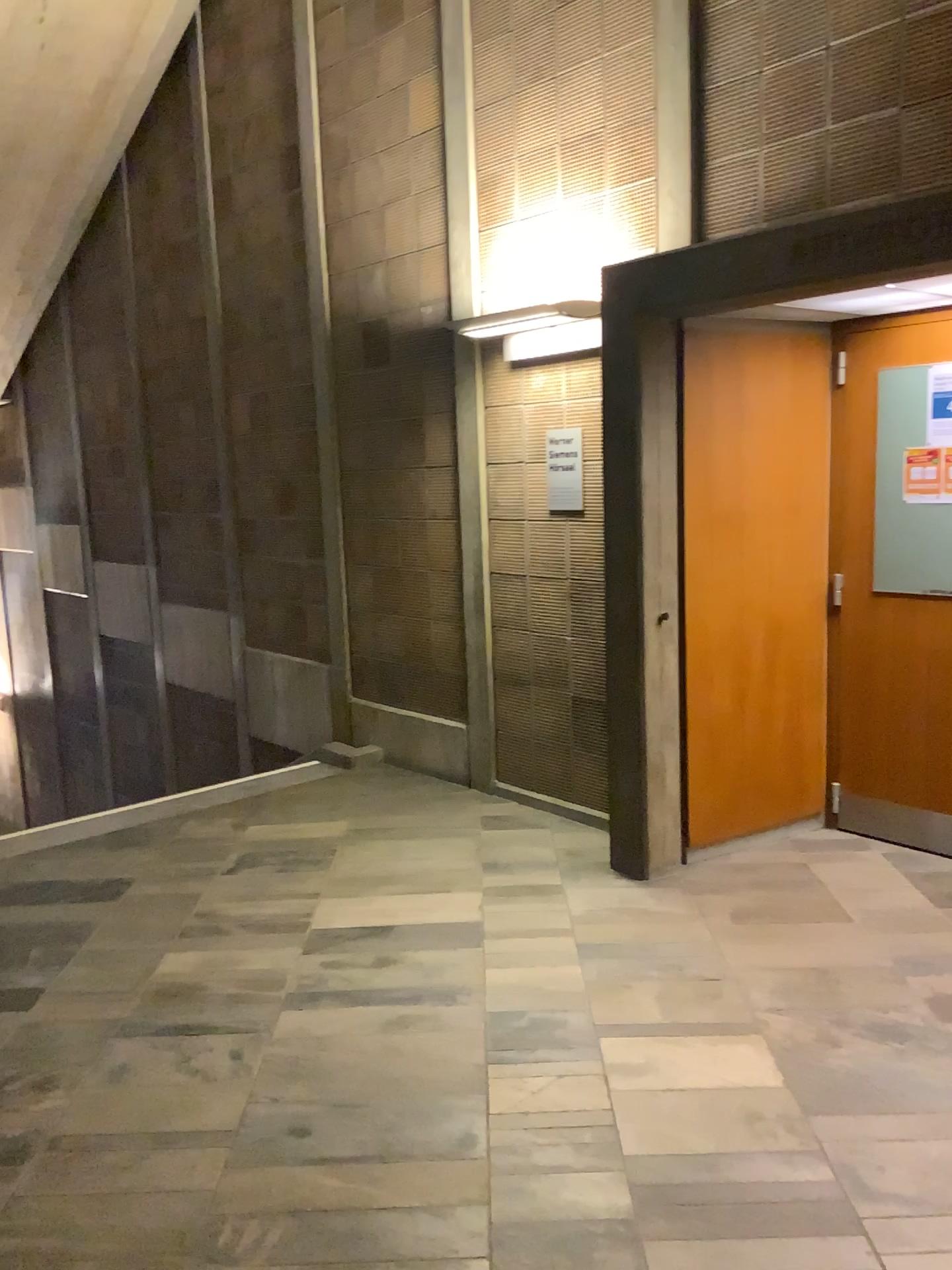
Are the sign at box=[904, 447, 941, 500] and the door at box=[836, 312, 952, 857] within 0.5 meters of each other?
yes

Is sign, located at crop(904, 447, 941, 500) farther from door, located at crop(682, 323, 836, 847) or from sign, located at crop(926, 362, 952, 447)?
door, located at crop(682, 323, 836, 847)

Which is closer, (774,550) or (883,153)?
(883,153)

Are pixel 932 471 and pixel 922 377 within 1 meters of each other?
yes

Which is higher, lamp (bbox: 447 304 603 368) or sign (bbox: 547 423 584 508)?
lamp (bbox: 447 304 603 368)

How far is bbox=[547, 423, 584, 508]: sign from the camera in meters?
4.4 m

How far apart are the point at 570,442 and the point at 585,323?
0.5m

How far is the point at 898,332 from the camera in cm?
399

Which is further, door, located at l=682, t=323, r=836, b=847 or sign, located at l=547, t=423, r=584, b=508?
sign, located at l=547, t=423, r=584, b=508

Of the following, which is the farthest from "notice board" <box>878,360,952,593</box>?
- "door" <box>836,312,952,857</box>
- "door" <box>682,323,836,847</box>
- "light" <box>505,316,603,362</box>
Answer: "light" <box>505,316,603,362</box>
